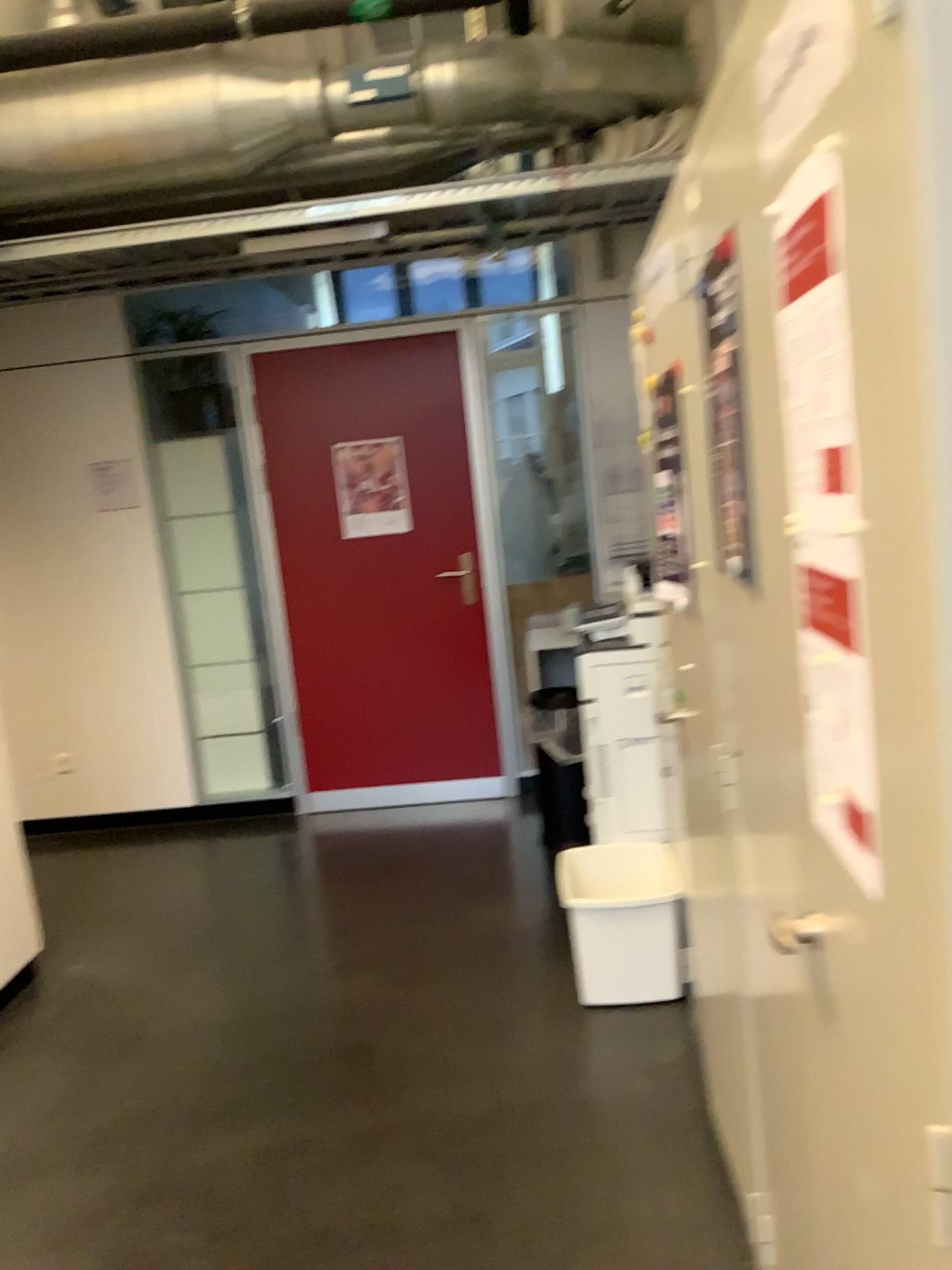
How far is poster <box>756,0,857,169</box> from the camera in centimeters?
75cm

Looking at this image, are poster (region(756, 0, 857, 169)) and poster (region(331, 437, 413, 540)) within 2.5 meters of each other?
no

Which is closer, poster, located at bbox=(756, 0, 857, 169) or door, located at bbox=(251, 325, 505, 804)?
poster, located at bbox=(756, 0, 857, 169)

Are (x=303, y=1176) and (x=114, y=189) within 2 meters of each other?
no

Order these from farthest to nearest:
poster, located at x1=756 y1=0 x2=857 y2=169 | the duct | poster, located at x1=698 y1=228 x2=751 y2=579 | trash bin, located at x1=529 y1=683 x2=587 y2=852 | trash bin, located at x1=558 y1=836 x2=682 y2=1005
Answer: trash bin, located at x1=529 y1=683 x2=587 y2=852
the duct
trash bin, located at x1=558 y1=836 x2=682 y2=1005
poster, located at x1=698 y1=228 x2=751 y2=579
poster, located at x1=756 y1=0 x2=857 y2=169

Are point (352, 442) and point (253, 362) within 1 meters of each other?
yes

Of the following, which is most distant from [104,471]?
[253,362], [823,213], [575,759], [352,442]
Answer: [823,213]

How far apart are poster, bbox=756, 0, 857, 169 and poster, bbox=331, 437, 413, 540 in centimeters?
369cm

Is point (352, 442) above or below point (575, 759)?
above

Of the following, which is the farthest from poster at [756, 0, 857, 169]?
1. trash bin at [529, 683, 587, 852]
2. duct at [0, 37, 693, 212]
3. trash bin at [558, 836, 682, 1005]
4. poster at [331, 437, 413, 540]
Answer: poster at [331, 437, 413, 540]
